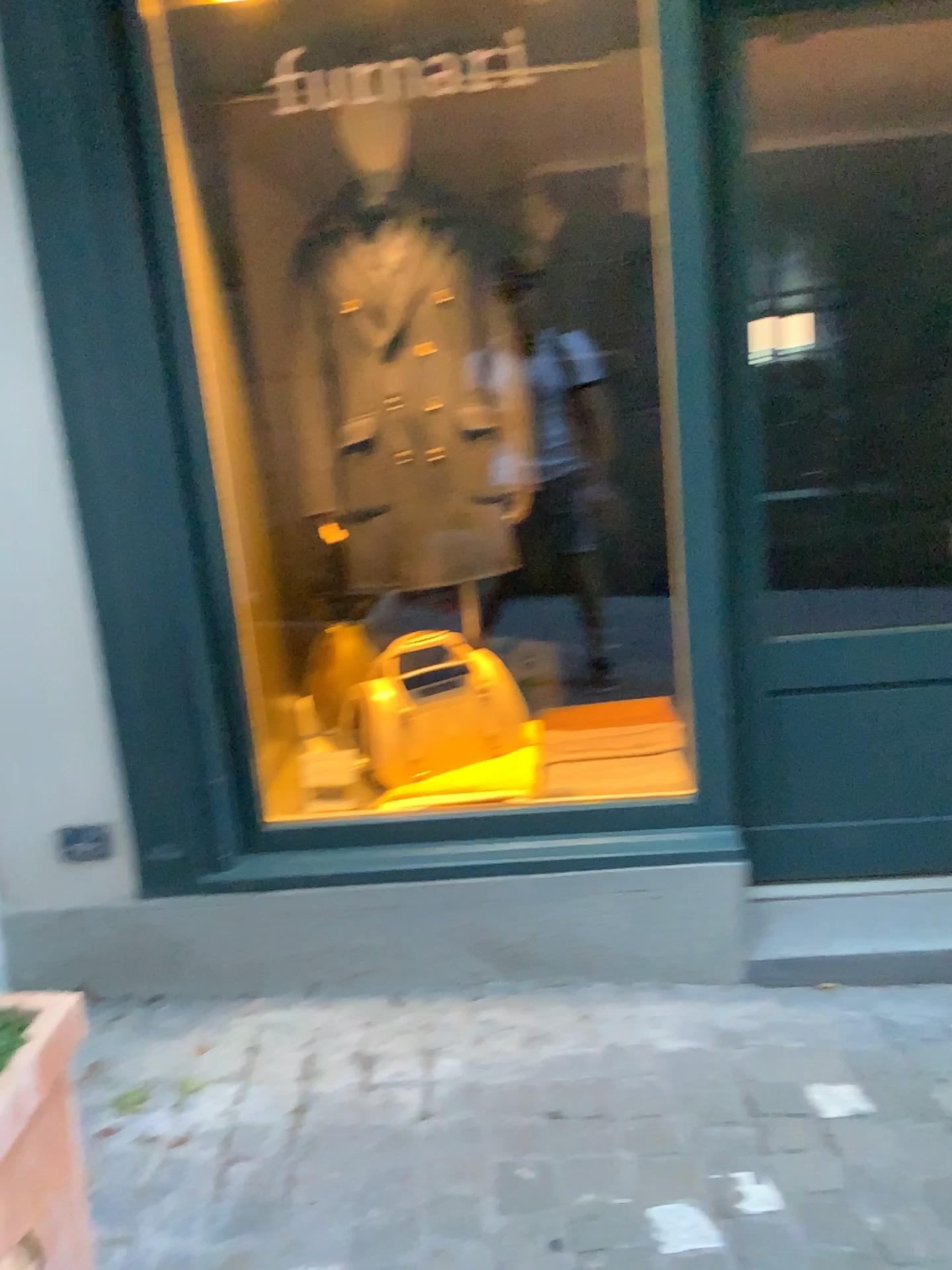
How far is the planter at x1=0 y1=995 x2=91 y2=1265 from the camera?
1.1 meters

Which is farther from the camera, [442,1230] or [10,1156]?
[442,1230]

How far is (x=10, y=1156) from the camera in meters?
1.1

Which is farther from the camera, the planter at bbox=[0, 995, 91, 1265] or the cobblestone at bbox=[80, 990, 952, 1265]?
the cobblestone at bbox=[80, 990, 952, 1265]

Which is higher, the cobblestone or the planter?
the planter

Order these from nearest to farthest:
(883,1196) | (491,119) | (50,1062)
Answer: (50,1062), (883,1196), (491,119)

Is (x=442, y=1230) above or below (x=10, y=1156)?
below
